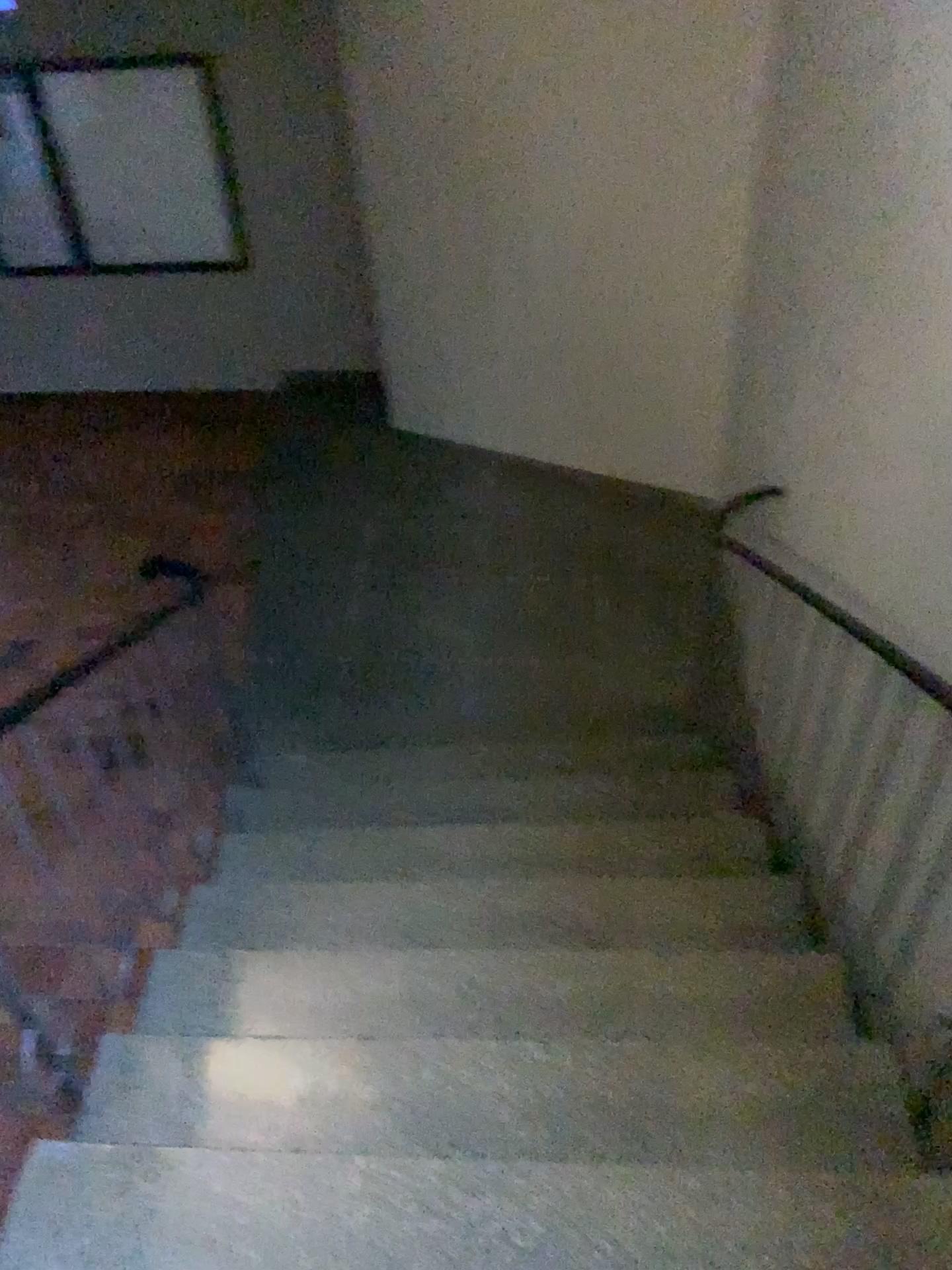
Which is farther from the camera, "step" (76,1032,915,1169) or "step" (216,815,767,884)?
"step" (216,815,767,884)

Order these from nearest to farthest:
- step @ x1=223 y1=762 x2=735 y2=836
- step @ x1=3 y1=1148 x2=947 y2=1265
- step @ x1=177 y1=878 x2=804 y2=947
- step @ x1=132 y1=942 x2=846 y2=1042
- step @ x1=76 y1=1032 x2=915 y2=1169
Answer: step @ x1=3 y1=1148 x2=947 y2=1265 < step @ x1=76 y1=1032 x2=915 y2=1169 < step @ x1=132 y1=942 x2=846 y2=1042 < step @ x1=177 y1=878 x2=804 y2=947 < step @ x1=223 y1=762 x2=735 y2=836

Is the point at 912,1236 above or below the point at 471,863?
above

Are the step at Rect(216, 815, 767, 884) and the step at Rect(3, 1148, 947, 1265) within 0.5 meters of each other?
no

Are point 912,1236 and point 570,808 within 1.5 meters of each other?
no

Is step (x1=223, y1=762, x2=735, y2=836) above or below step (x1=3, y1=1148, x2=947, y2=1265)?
below

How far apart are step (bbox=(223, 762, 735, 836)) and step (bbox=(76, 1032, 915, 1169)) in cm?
114

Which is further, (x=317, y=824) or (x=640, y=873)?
(x=317, y=824)

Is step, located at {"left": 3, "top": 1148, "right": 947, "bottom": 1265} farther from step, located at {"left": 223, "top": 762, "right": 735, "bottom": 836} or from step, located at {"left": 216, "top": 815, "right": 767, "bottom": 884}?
step, located at {"left": 223, "top": 762, "right": 735, "bottom": 836}

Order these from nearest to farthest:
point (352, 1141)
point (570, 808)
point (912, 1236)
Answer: A: point (912, 1236), point (352, 1141), point (570, 808)
